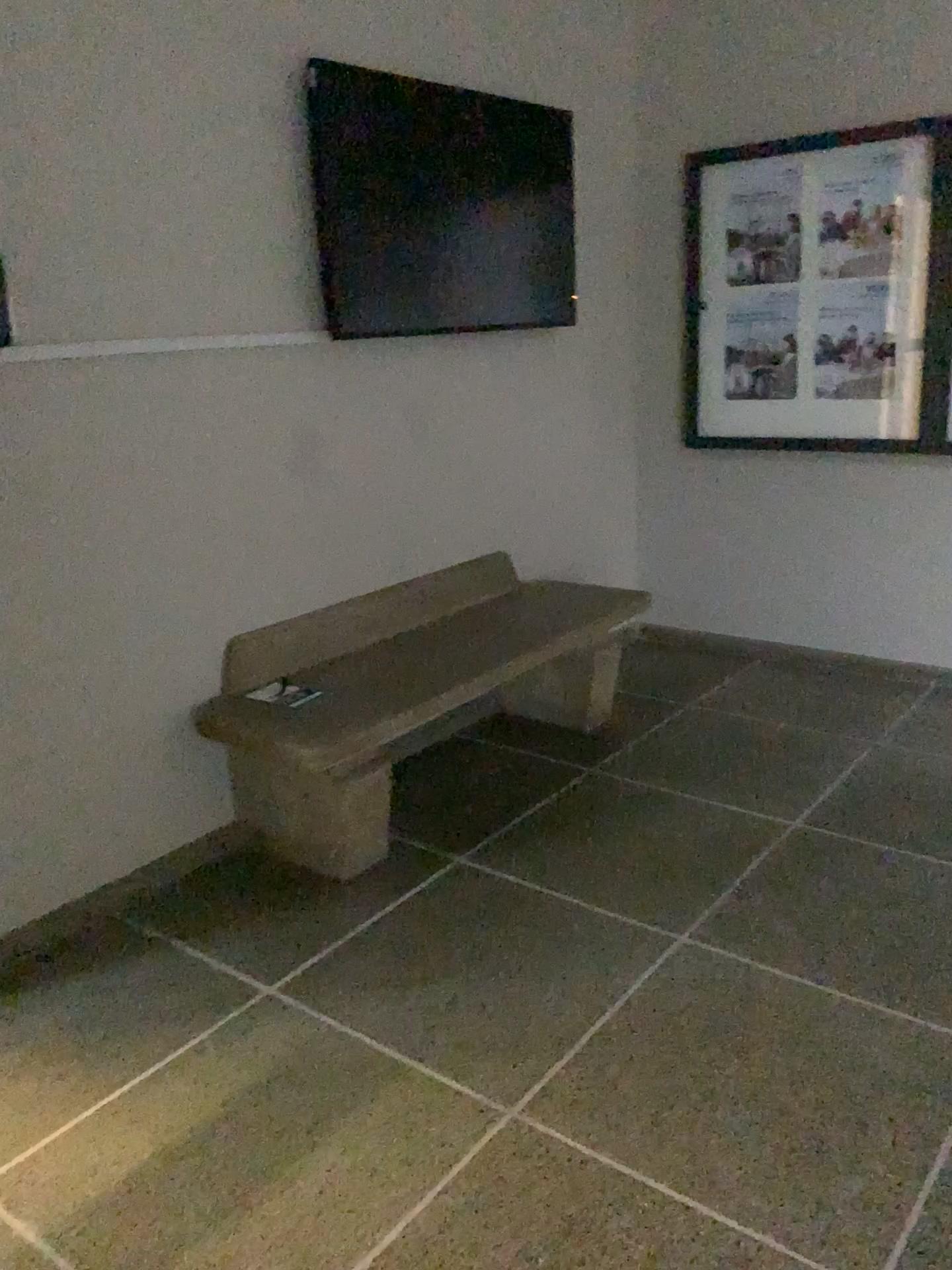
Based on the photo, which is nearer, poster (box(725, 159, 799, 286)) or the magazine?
the magazine

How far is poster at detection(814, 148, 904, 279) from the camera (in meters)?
3.73

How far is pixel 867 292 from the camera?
3.8m

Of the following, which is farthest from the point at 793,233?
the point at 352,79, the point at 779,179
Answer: the point at 352,79

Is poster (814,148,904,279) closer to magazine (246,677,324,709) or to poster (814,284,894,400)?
poster (814,284,894,400)

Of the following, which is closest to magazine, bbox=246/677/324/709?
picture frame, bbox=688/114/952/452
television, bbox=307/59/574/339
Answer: television, bbox=307/59/574/339

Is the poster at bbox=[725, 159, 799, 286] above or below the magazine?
above

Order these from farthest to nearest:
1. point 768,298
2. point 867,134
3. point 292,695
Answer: point 768,298, point 867,134, point 292,695

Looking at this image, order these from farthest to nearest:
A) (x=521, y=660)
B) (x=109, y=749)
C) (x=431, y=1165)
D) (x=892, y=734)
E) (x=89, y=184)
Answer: (x=892, y=734), (x=521, y=660), (x=109, y=749), (x=89, y=184), (x=431, y=1165)

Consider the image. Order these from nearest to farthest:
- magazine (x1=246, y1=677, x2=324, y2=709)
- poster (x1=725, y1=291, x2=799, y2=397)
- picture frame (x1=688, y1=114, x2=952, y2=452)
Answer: magazine (x1=246, y1=677, x2=324, y2=709) → picture frame (x1=688, y1=114, x2=952, y2=452) → poster (x1=725, y1=291, x2=799, y2=397)
